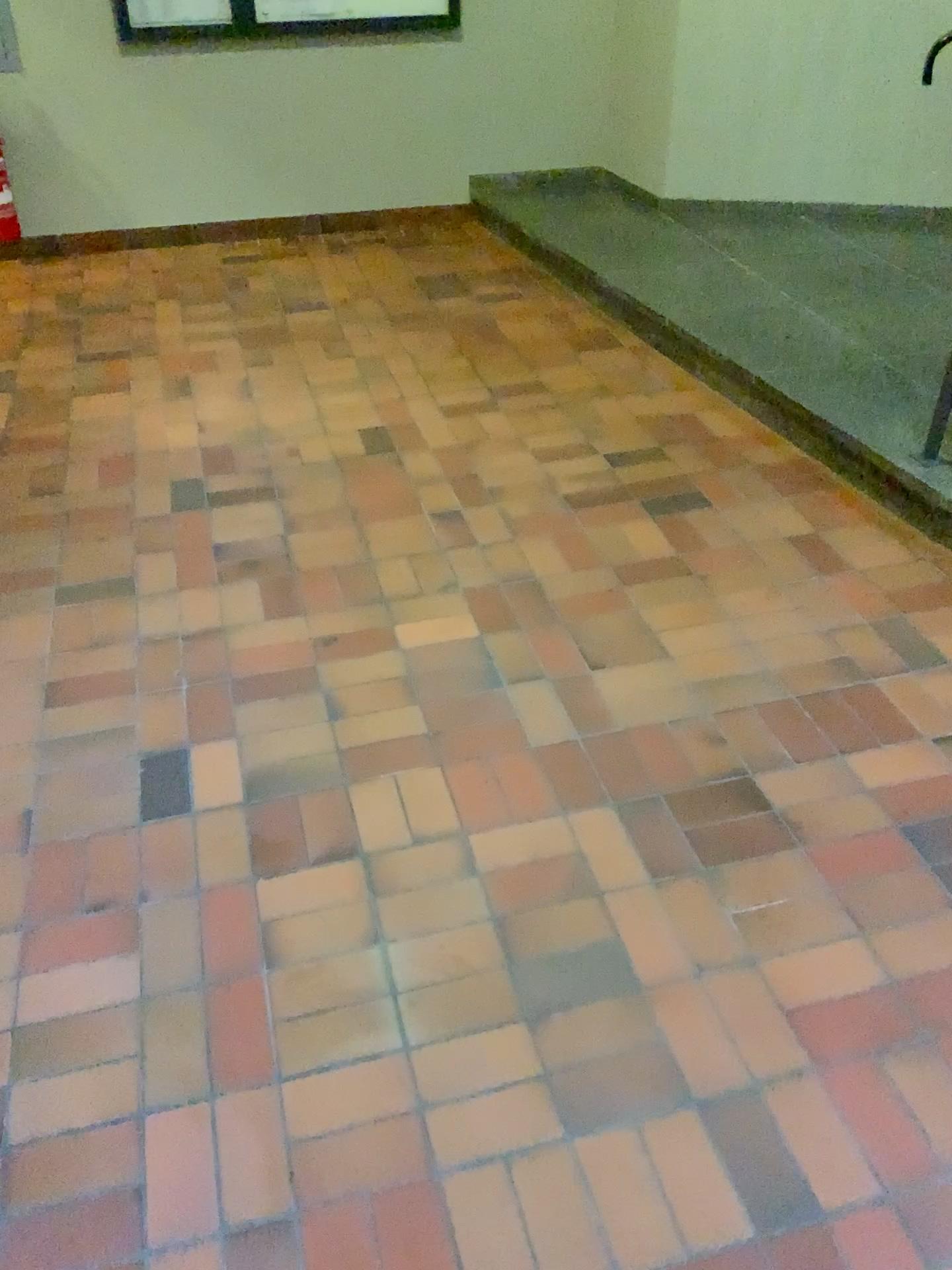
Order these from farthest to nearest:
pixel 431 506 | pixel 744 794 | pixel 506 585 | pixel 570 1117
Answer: pixel 431 506 < pixel 506 585 < pixel 744 794 < pixel 570 1117
